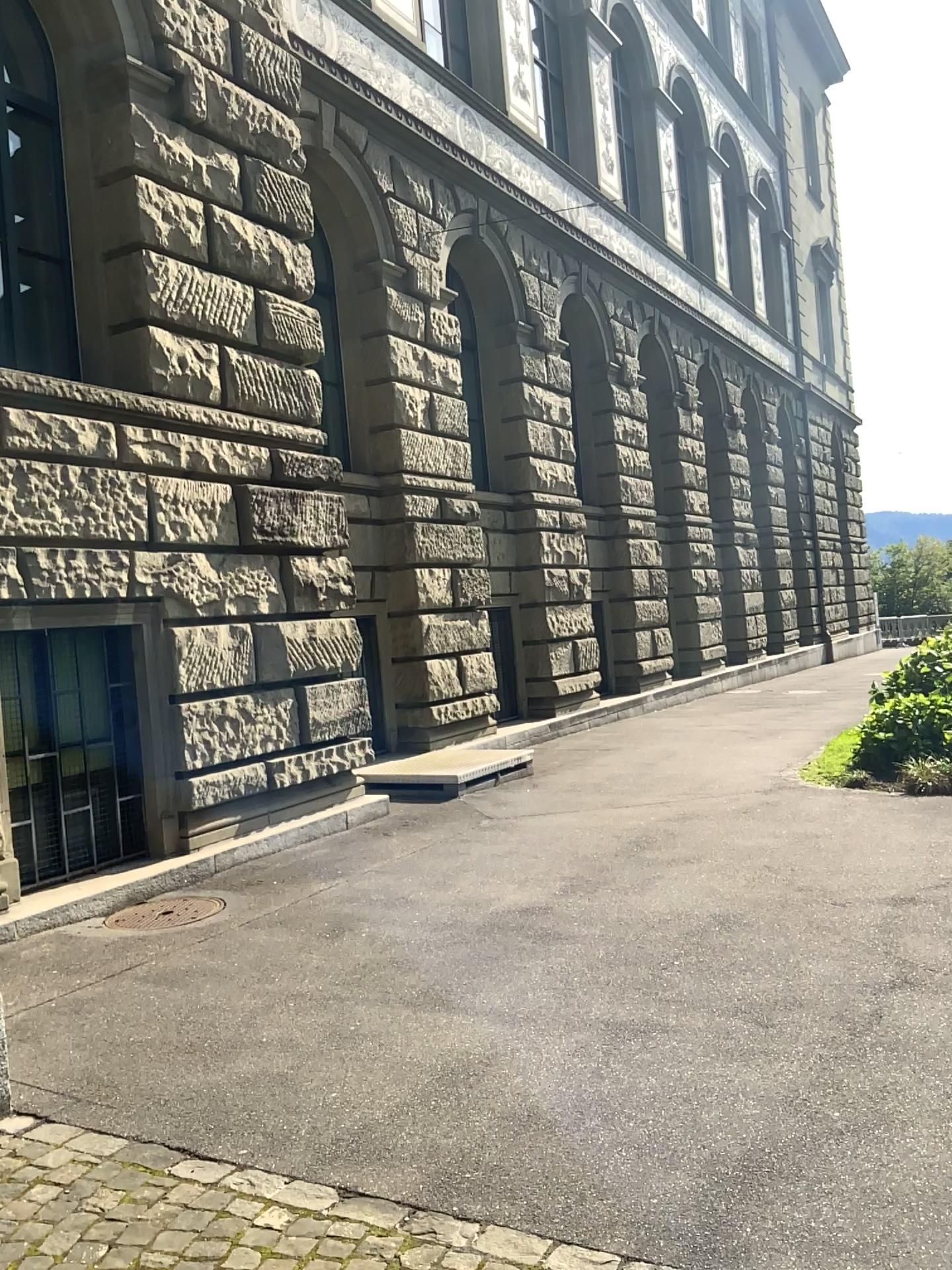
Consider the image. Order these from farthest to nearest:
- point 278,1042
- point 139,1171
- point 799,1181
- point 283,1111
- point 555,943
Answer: point 555,943 → point 278,1042 → point 283,1111 → point 139,1171 → point 799,1181
